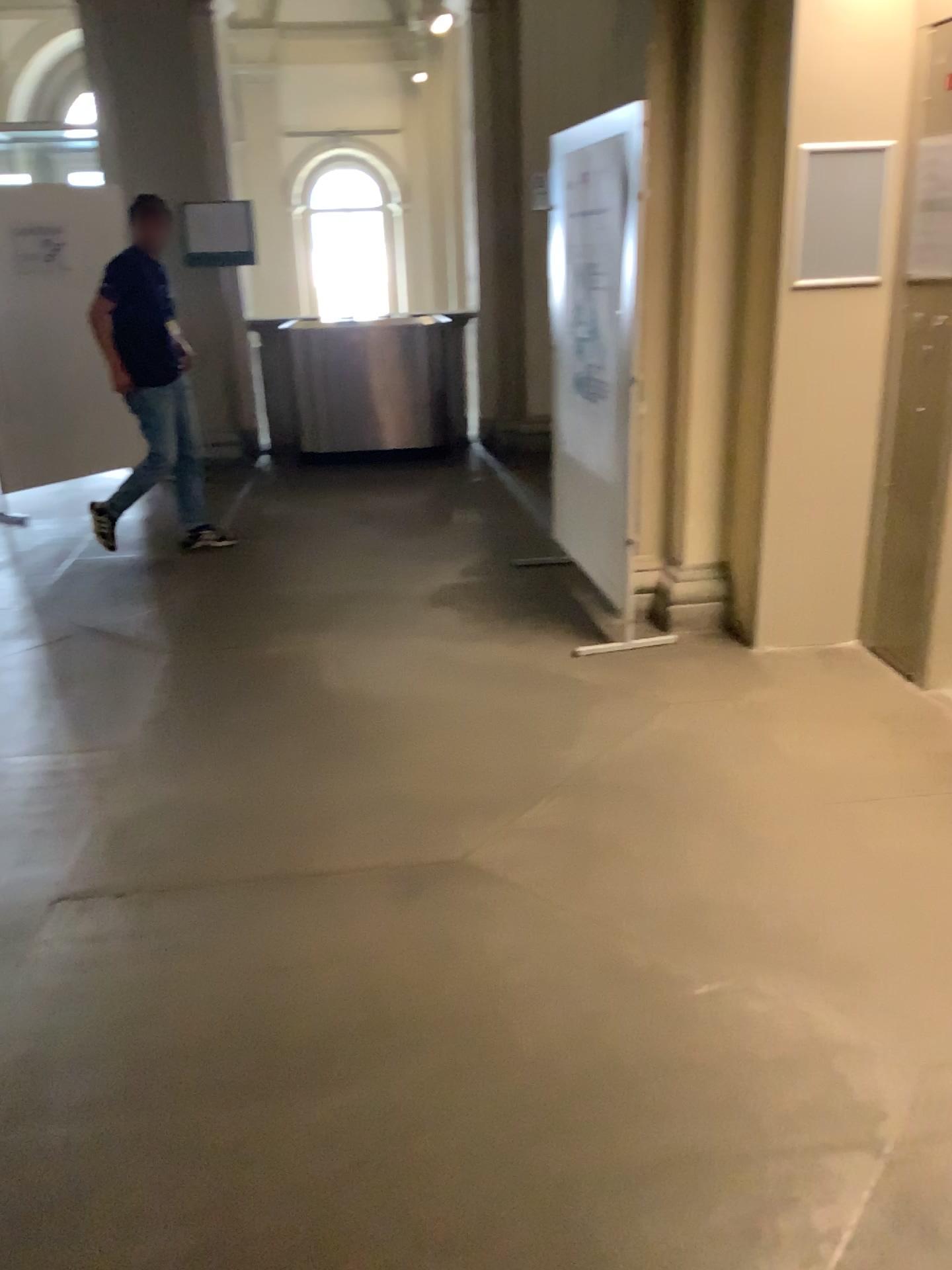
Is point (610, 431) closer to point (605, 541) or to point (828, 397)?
point (605, 541)
